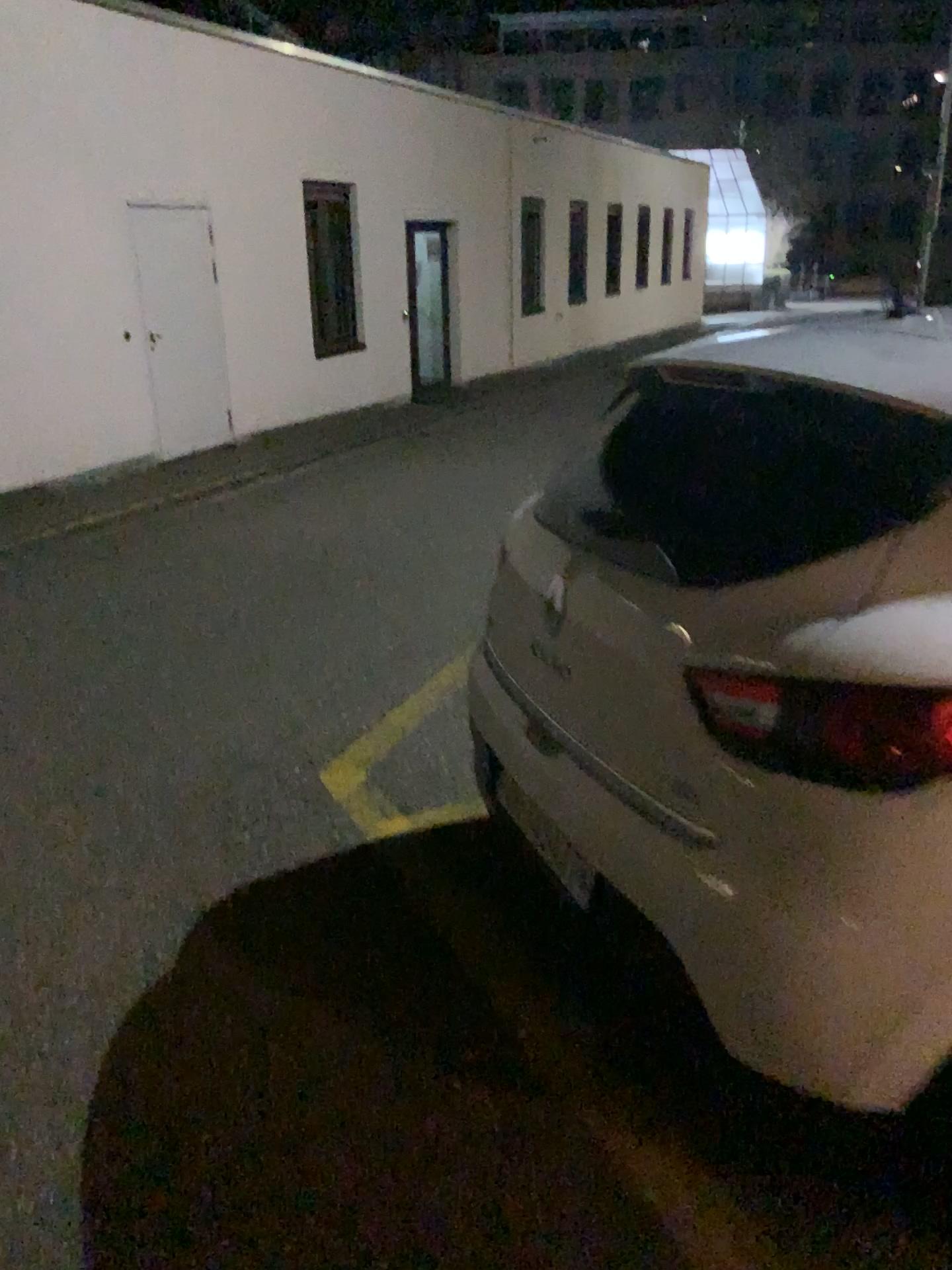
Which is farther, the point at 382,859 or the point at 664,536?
the point at 382,859
